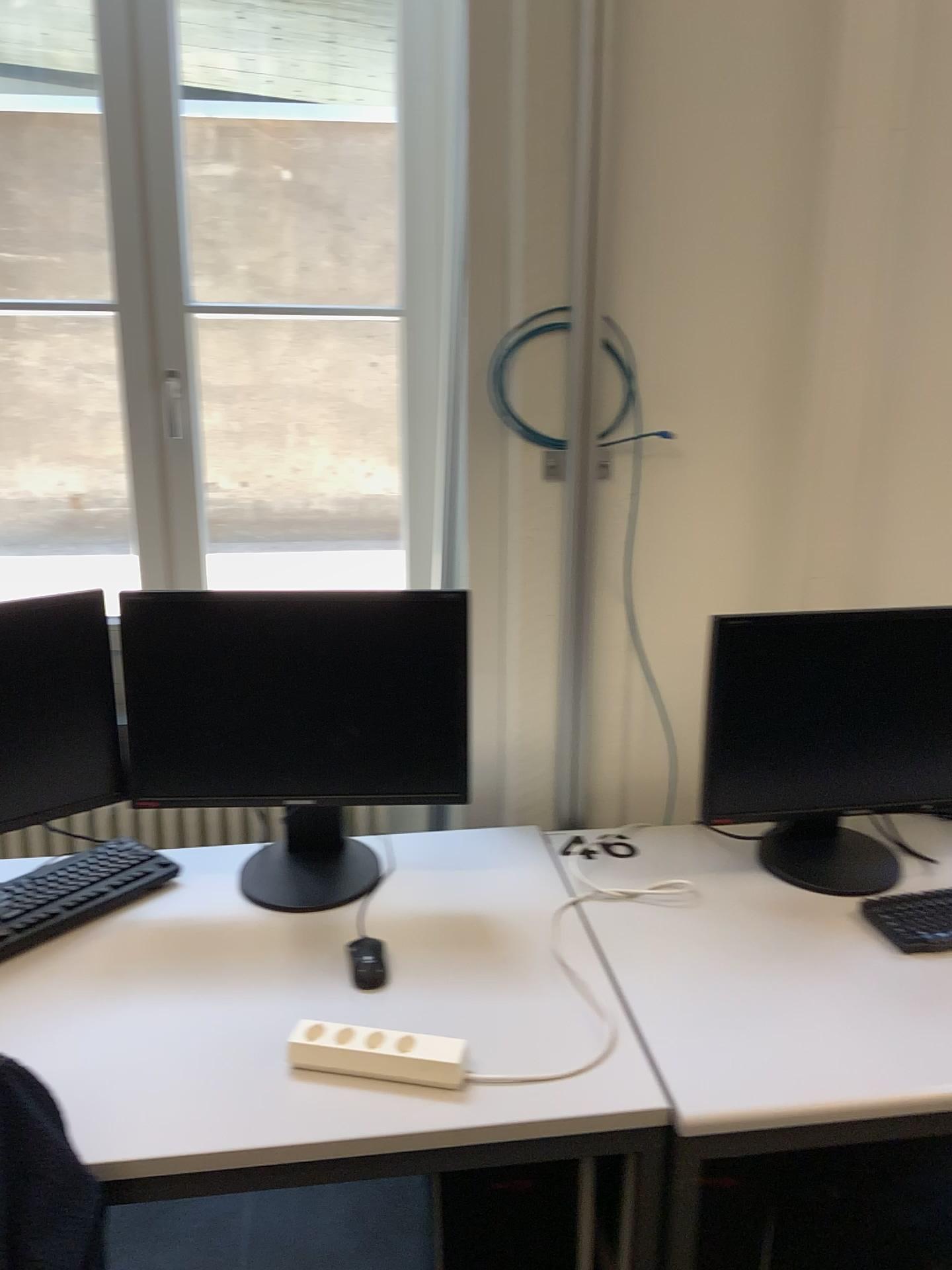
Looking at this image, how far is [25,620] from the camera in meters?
1.6

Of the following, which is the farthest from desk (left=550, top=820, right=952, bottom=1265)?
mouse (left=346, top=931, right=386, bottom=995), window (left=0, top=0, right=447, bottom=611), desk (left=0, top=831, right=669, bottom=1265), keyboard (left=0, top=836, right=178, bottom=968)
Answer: window (left=0, top=0, right=447, bottom=611)

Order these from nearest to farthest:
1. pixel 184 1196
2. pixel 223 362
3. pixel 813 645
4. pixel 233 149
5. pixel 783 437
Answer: pixel 184 1196
pixel 813 645
pixel 783 437
pixel 233 149
pixel 223 362

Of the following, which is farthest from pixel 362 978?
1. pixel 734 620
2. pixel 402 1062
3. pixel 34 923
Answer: pixel 734 620

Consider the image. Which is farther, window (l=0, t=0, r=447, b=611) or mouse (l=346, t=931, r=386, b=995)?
window (l=0, t=0, r=447, b=611)

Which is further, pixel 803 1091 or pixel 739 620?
pixel 739 620

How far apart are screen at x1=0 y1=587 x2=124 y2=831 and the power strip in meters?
0.6 m

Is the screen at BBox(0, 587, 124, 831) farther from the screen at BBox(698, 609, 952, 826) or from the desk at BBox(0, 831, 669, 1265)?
the screen at BBox(698, 609, 952, 826)

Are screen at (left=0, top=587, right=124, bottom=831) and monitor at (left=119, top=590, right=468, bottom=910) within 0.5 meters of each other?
yes

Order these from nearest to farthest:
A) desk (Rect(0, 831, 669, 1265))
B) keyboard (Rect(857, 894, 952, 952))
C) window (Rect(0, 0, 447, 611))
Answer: desk (Rect(0, 831, 669, 1265)), keyboard (Rect(857, 894, 952, 952)), window (Rect(0, 0, 447, 611))
